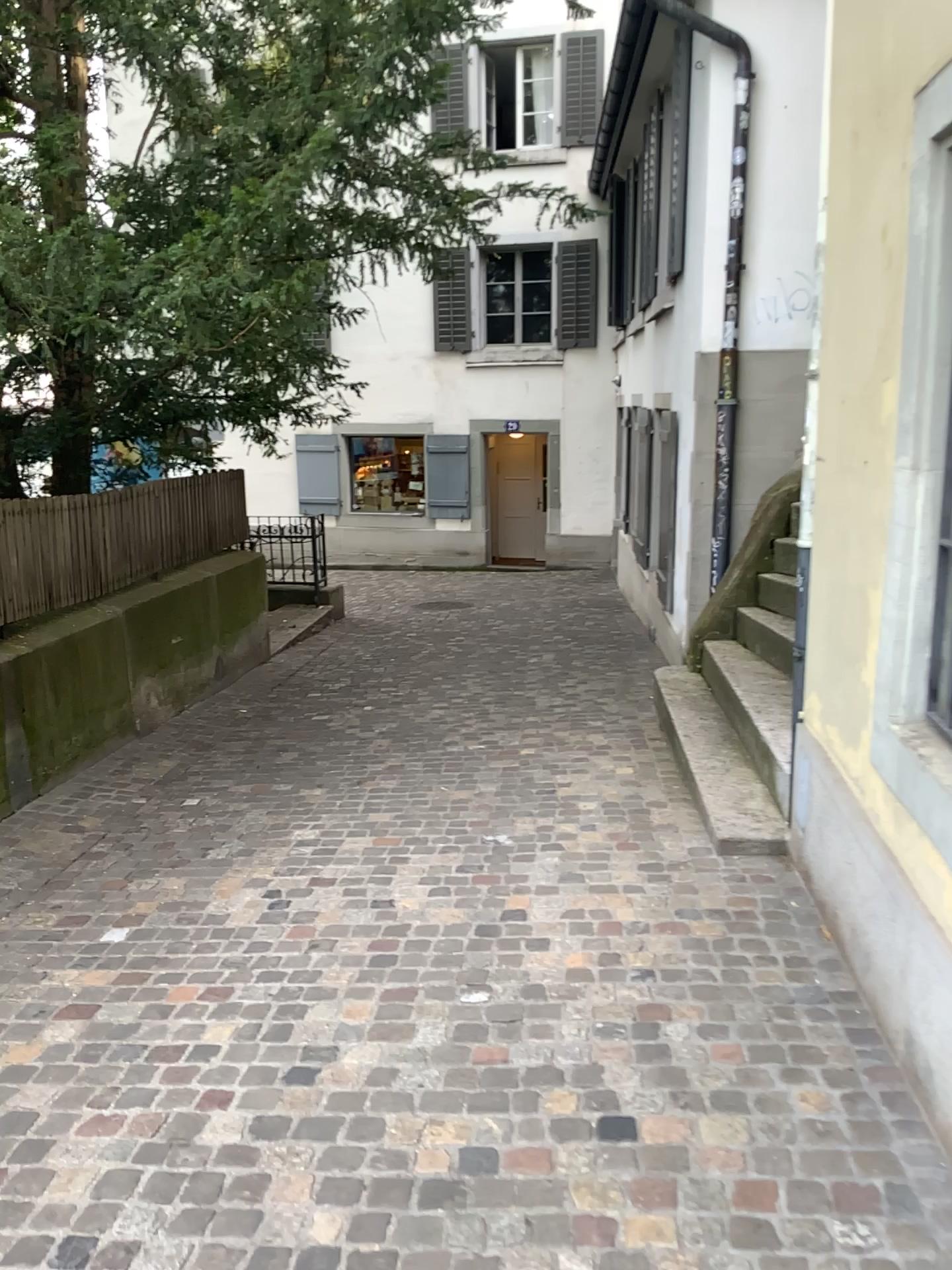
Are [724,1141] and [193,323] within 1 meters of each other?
no
